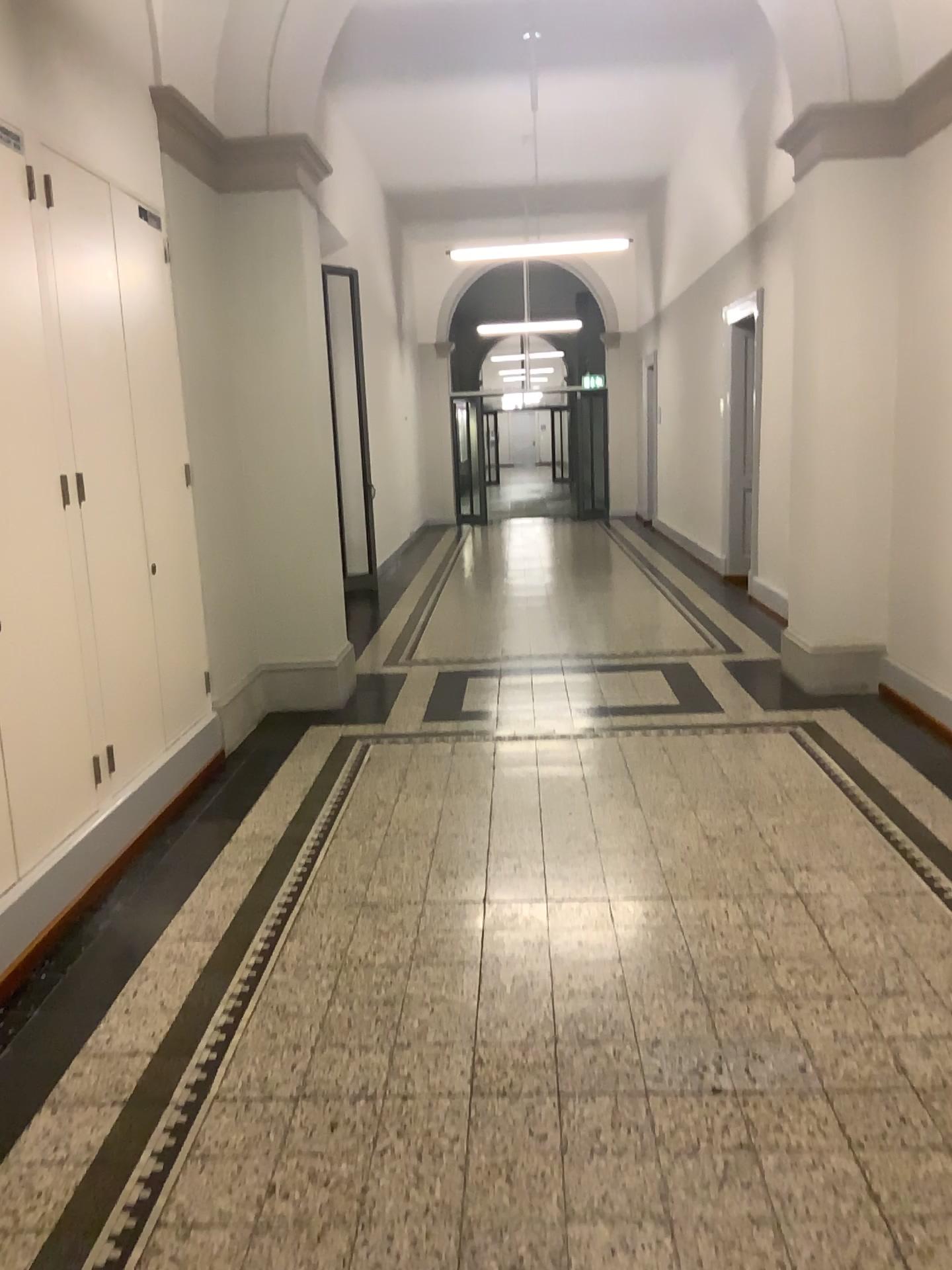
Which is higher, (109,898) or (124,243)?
(124,243)
